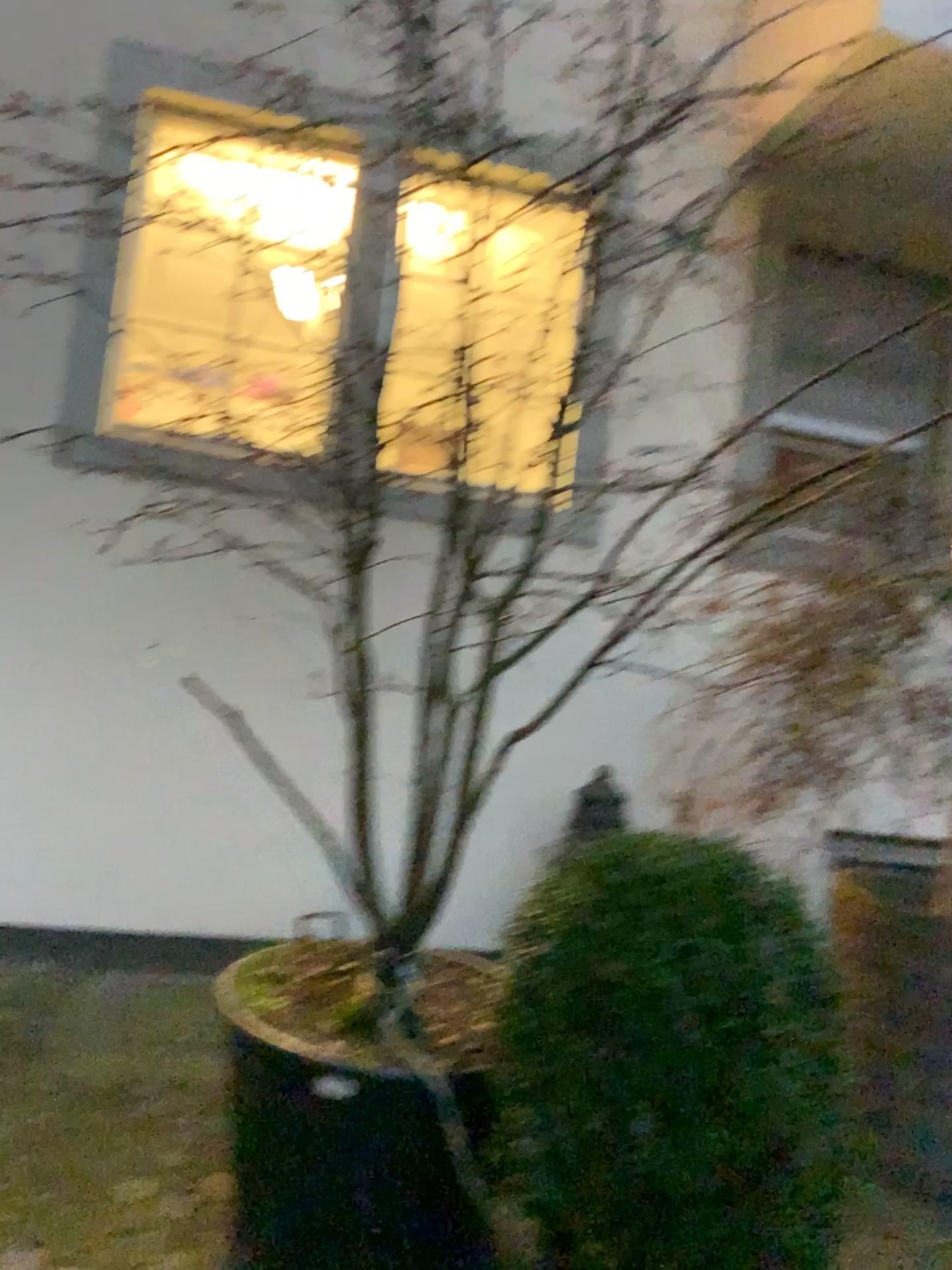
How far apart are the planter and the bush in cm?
30

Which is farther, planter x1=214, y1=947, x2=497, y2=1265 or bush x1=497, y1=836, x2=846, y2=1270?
planter x1=214, y1=947, x2=497, y2=1265

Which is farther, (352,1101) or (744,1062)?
(352,1101)

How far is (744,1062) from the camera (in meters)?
1.58

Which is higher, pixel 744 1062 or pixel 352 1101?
pixel 744 1062

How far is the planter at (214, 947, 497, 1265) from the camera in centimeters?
198cm

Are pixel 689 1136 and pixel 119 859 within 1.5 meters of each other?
no

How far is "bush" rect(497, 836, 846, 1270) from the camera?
1.58m
